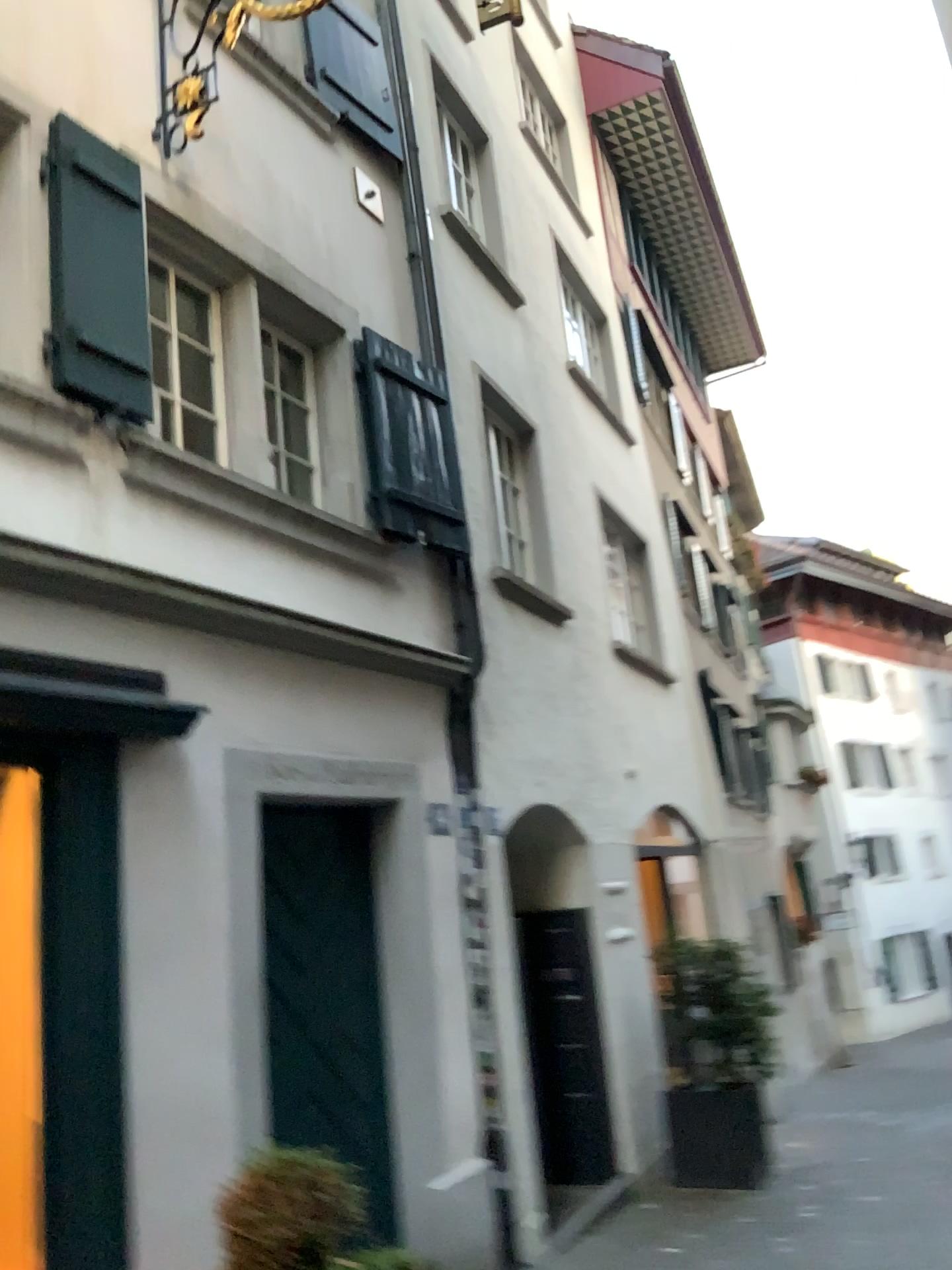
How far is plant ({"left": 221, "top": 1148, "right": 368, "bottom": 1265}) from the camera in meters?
3.2 m

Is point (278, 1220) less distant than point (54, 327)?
Yes

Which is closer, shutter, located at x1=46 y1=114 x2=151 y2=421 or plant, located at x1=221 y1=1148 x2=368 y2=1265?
plant, located at x1=221 y1=1148 x2=368 y2=1265

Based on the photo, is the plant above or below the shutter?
below

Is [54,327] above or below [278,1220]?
above

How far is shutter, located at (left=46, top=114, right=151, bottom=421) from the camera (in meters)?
A: 3.87

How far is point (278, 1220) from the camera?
3.18m

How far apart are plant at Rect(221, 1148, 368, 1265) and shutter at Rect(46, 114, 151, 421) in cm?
264

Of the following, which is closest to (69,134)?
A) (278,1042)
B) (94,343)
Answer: (94,343)
